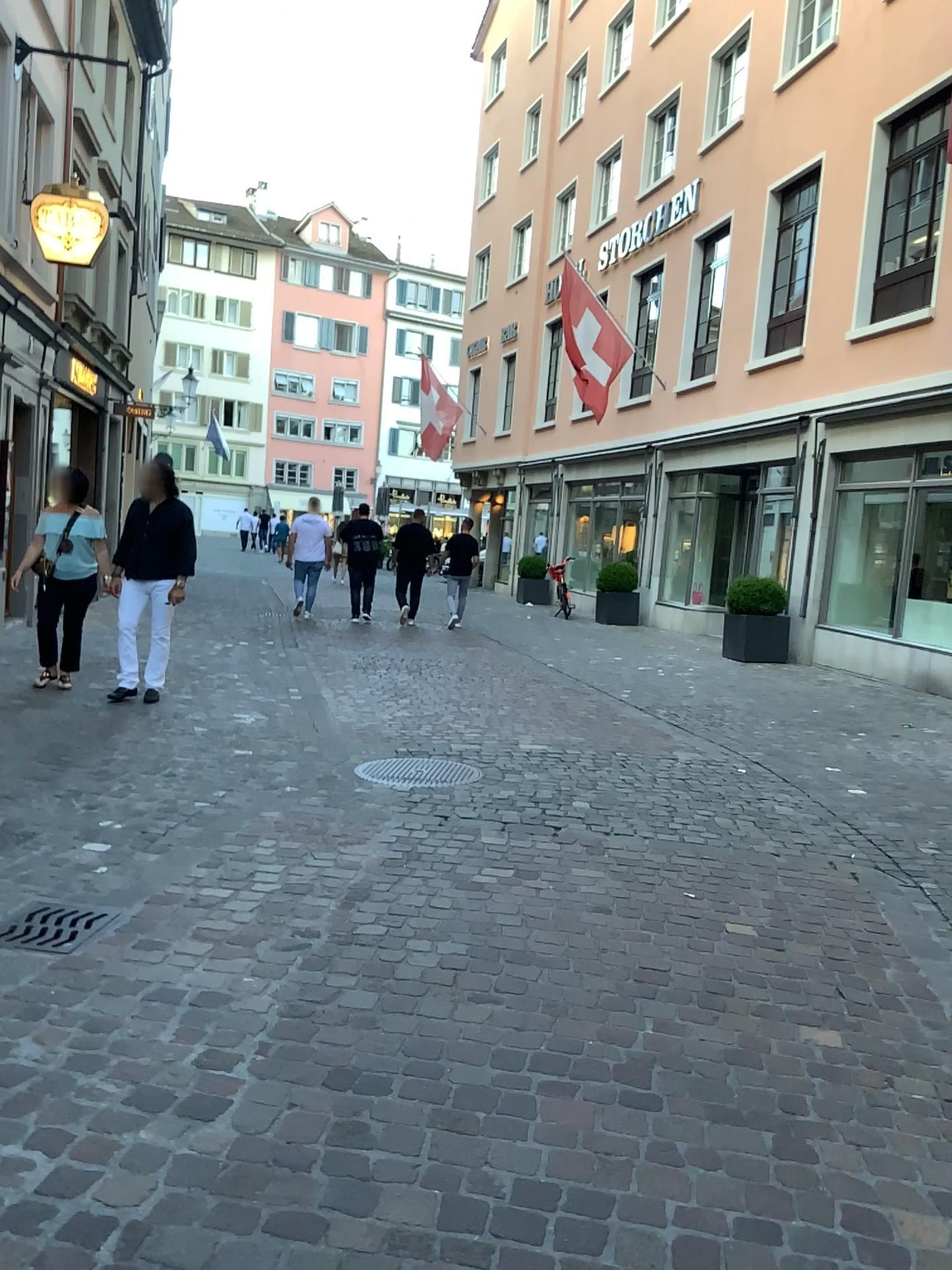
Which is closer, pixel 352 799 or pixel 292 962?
pixel 292 962
